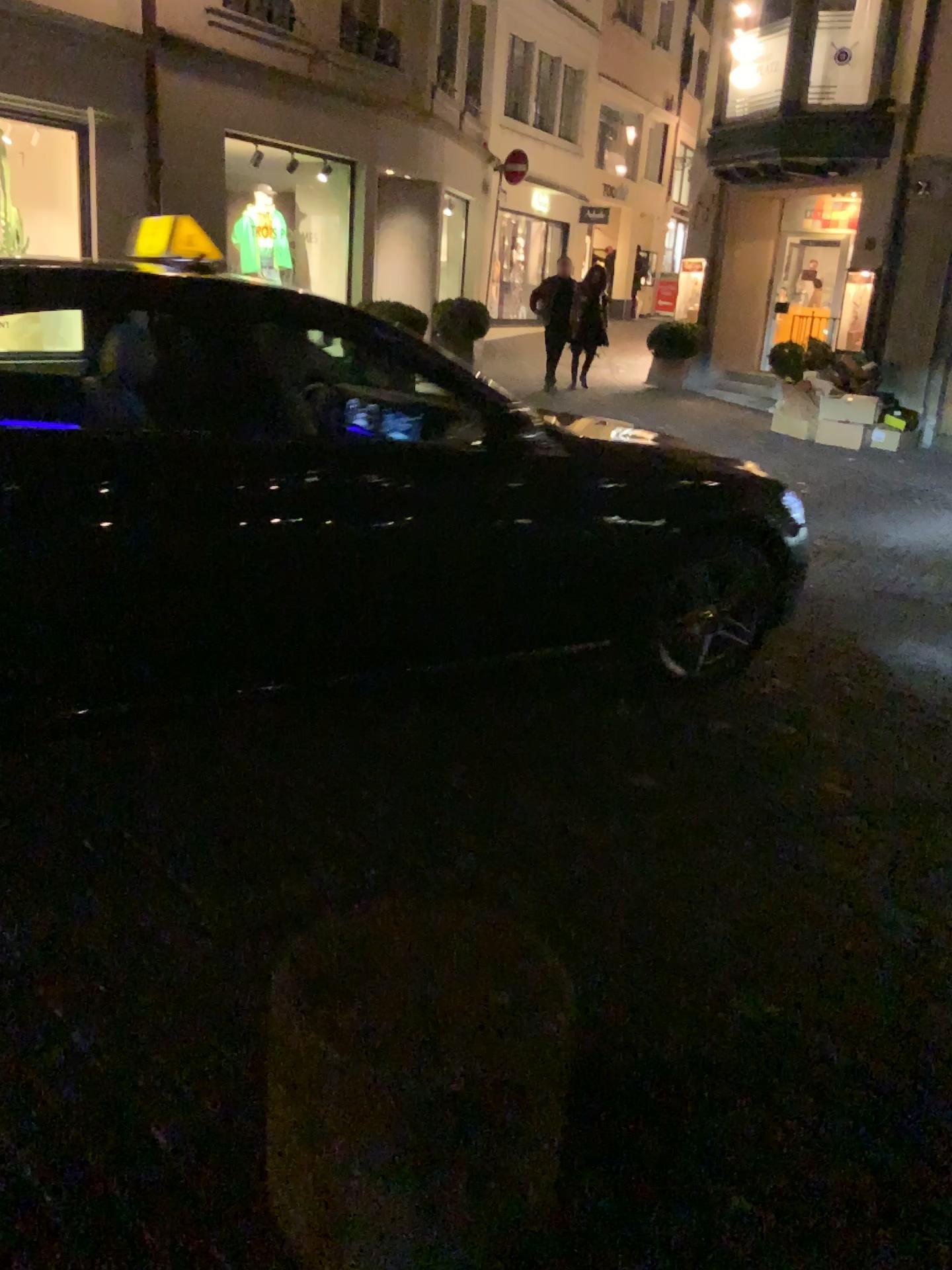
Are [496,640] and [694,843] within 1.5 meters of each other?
yes
